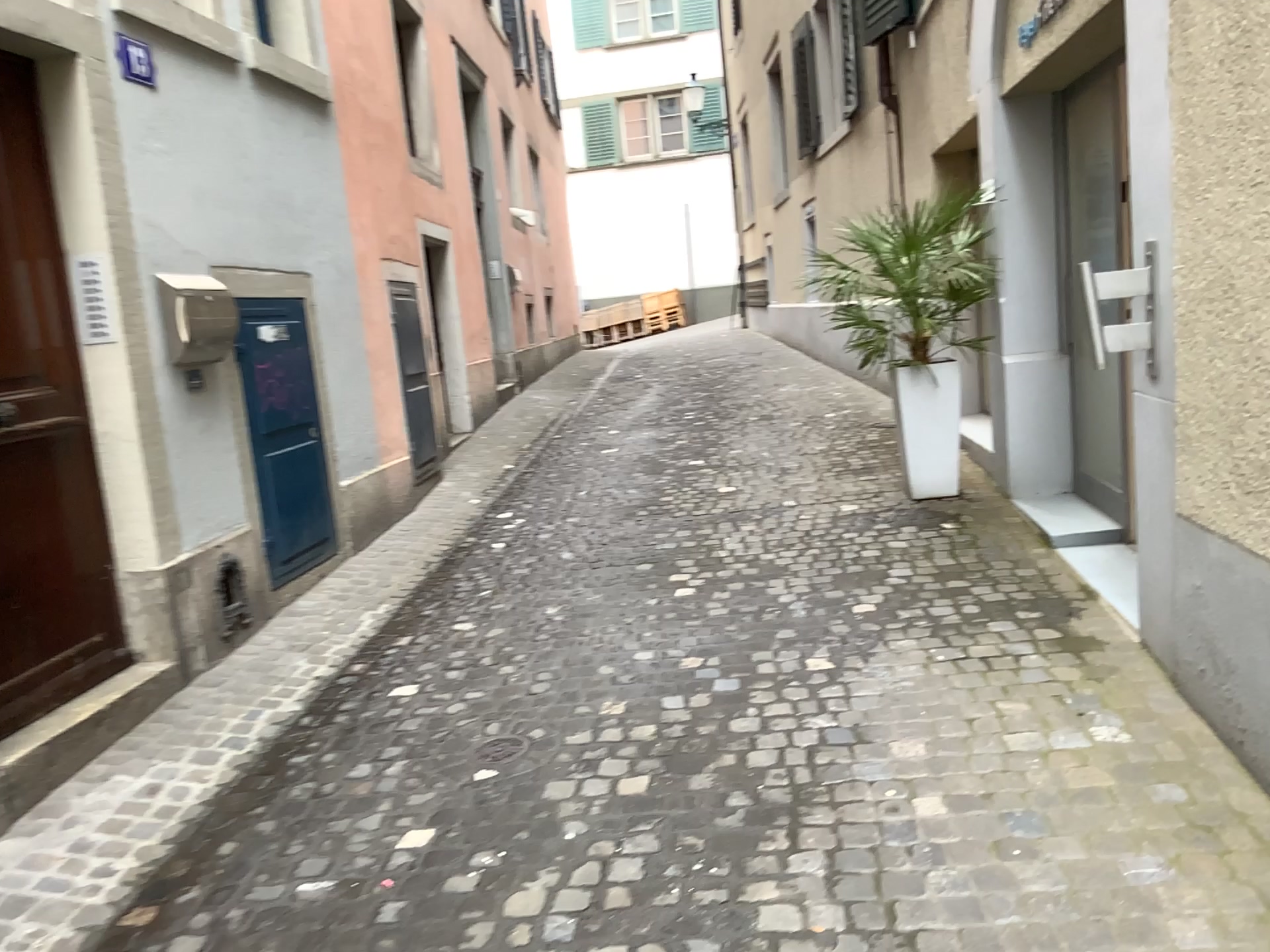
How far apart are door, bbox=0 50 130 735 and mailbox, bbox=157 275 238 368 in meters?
0.3

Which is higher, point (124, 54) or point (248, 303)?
point (124, 54)

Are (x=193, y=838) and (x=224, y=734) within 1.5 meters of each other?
yes

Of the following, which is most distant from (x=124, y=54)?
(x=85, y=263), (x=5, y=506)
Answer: (x=5, y=506)

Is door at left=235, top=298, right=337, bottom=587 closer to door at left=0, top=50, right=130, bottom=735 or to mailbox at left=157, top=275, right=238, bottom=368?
mailbox at left=157, top=275, right=238, bottom=368

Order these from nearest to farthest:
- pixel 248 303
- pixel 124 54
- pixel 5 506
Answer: pixel 5 506, pixel 124 54, pixel 248 303

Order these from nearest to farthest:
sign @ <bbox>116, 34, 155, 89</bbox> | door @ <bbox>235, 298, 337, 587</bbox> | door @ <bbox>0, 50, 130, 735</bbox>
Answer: door @ <bbox>0, 50, 130, 735</bbox> < sign @ <bbox>116, 34, 155, 89</bbox> < door @ <bbox>235, 298, 337, 587</bbox>

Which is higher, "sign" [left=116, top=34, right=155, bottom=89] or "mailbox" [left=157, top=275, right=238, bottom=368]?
"sign" [left=116, top=34, right=155, bottom=89]

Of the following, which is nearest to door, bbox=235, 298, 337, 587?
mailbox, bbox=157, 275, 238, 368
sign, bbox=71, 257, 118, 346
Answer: mailbox, bbox=157, 275, 238, 368

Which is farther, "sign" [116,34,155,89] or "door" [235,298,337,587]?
"door" [235,298,337,587]
